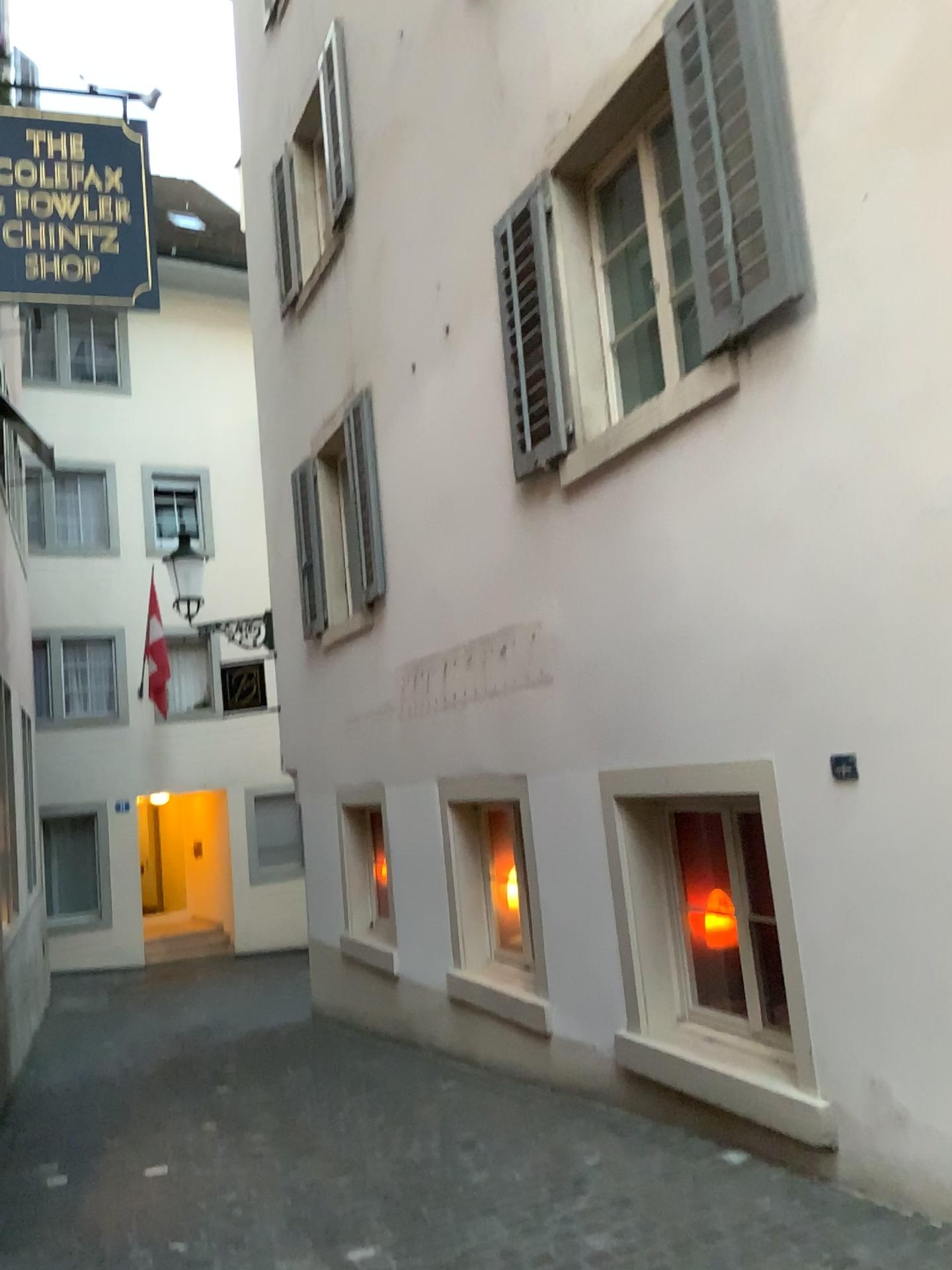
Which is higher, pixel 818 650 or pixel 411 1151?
pixel 818 650
